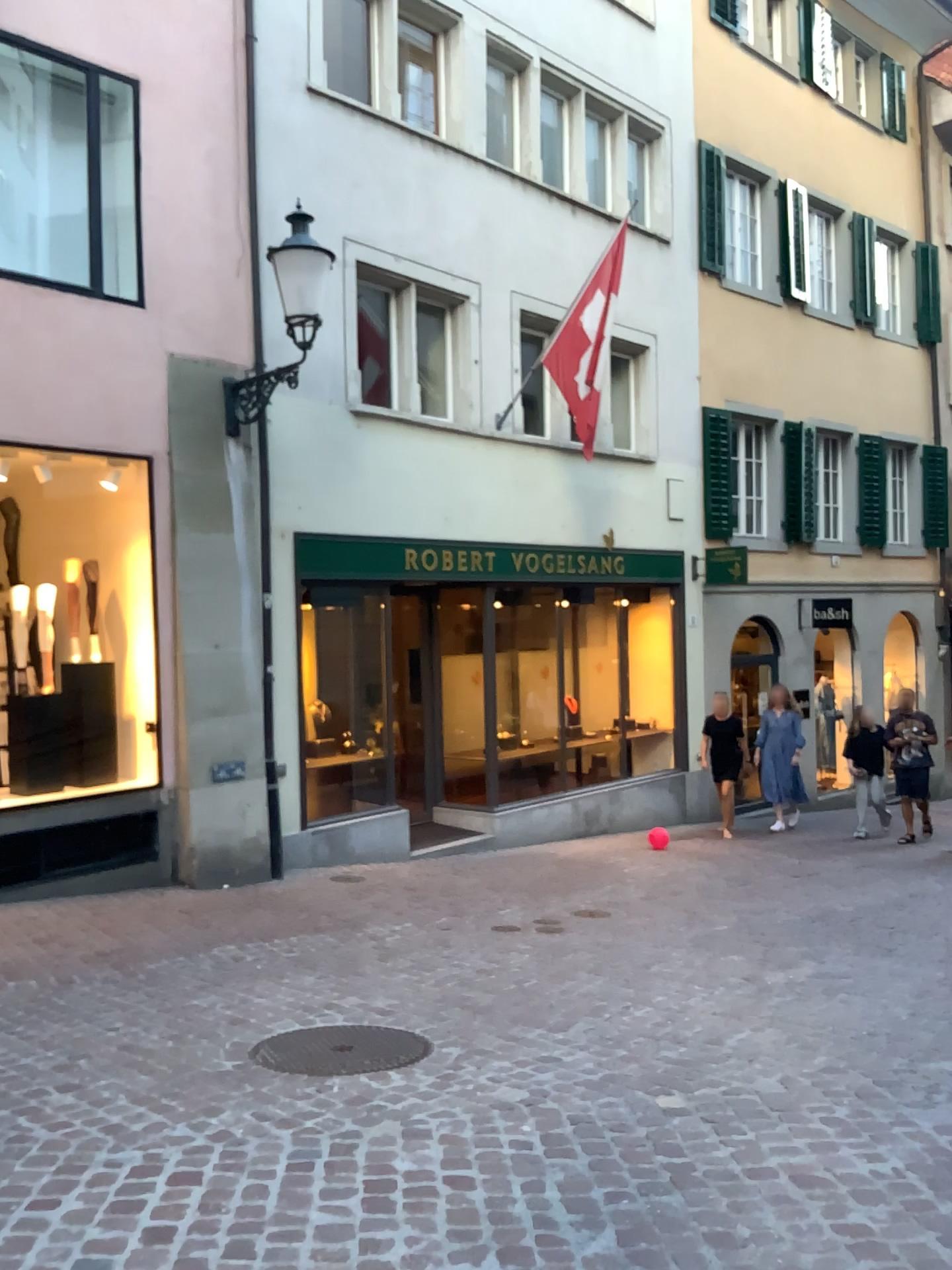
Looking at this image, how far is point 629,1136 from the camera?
3.2 meters

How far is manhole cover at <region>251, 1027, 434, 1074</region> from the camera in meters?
3.9

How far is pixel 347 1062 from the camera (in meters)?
3.92
